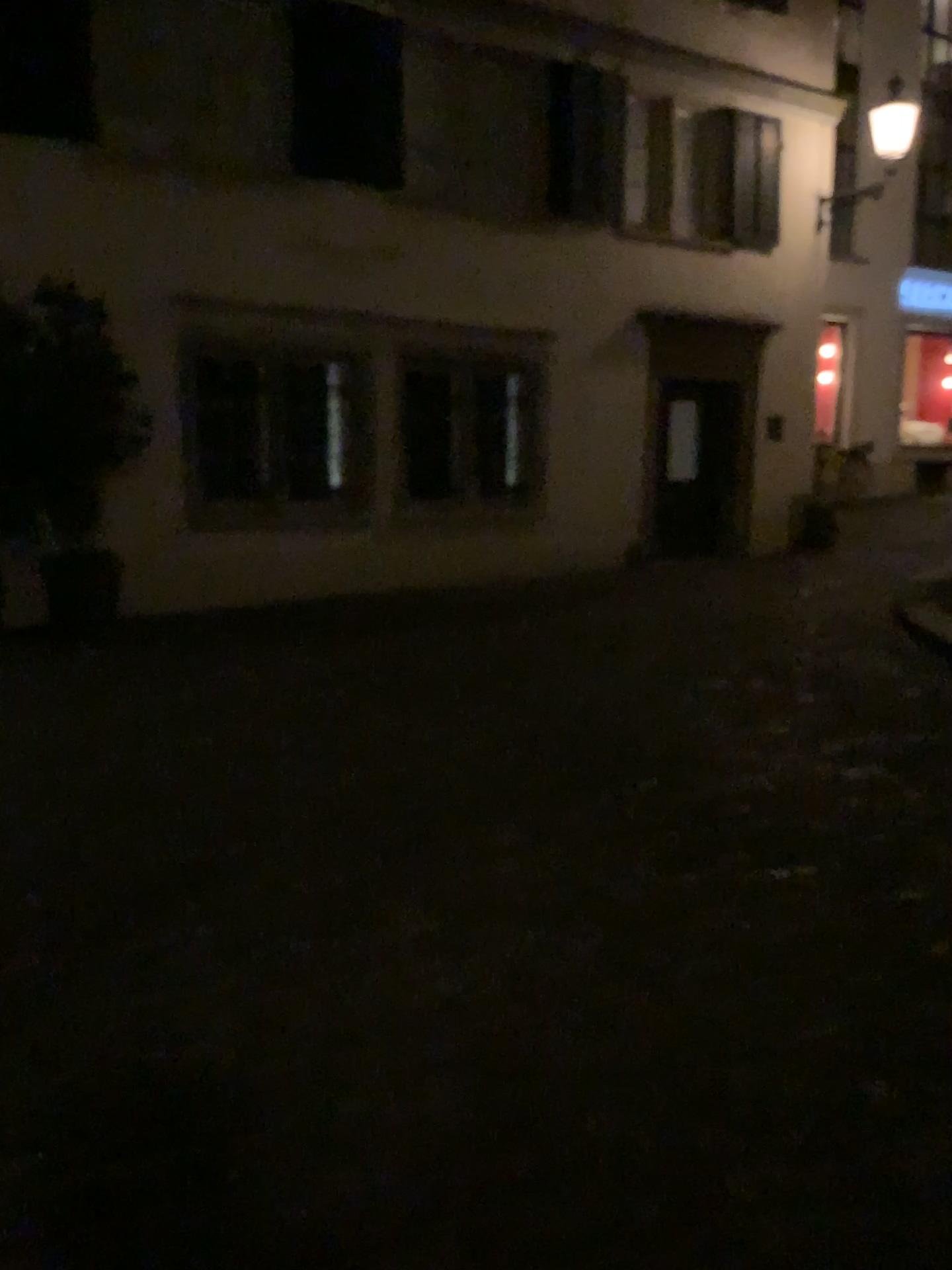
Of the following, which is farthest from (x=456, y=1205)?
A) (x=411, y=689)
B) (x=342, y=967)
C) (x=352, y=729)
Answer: (x=411, y=689)
